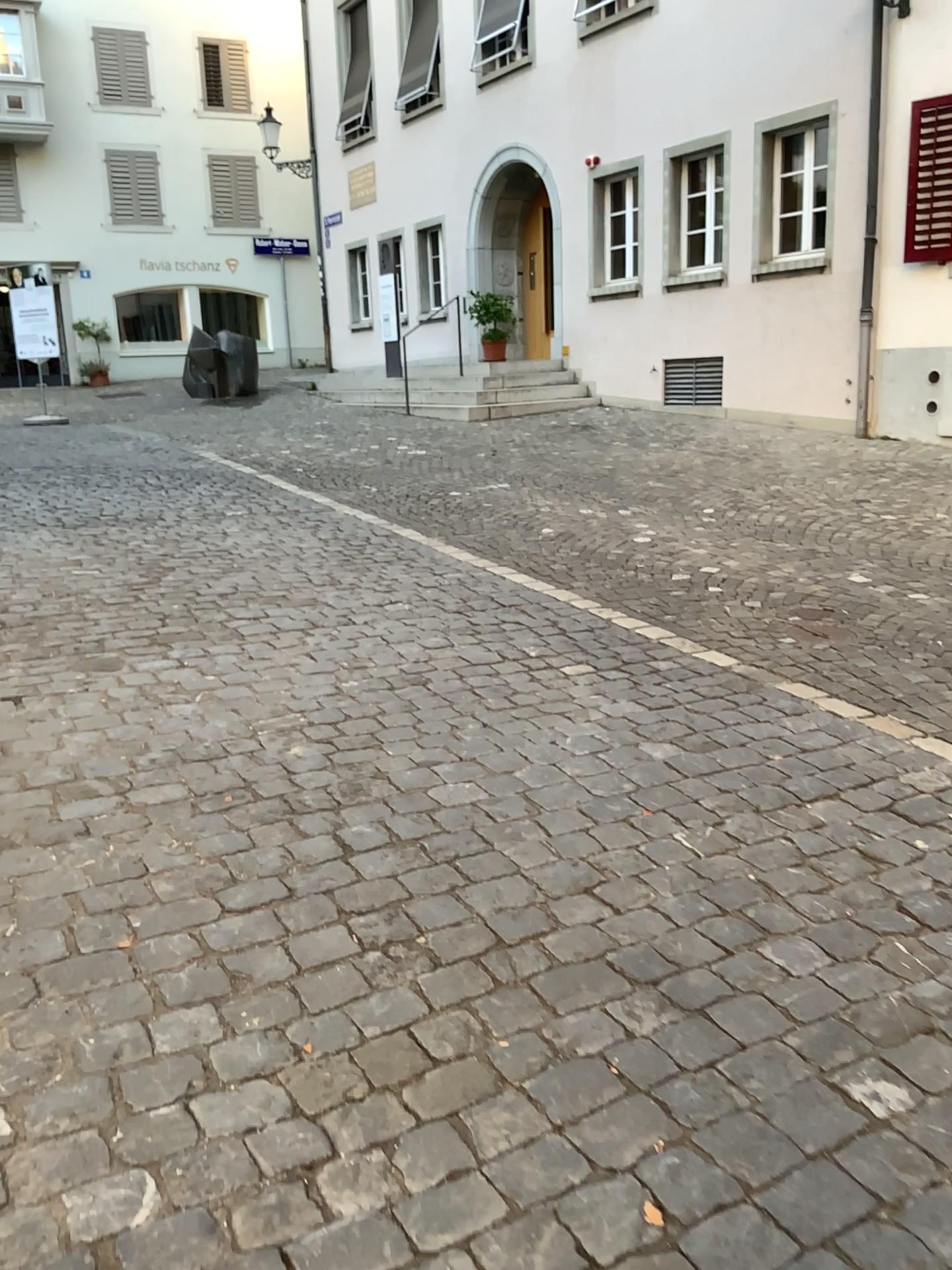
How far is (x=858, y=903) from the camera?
2.6m
